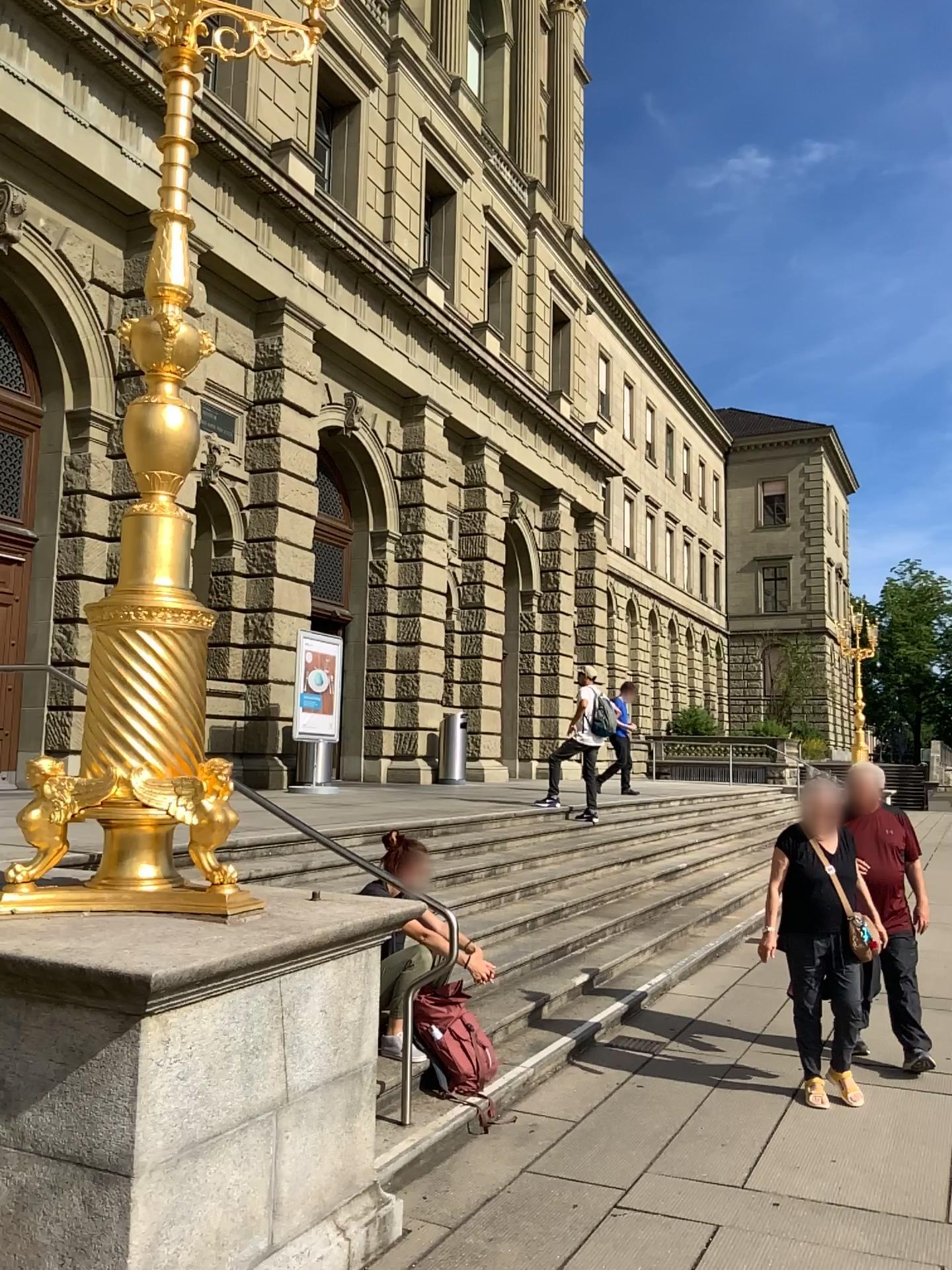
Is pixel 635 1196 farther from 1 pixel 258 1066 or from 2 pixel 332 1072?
1 pixel 258 1066
